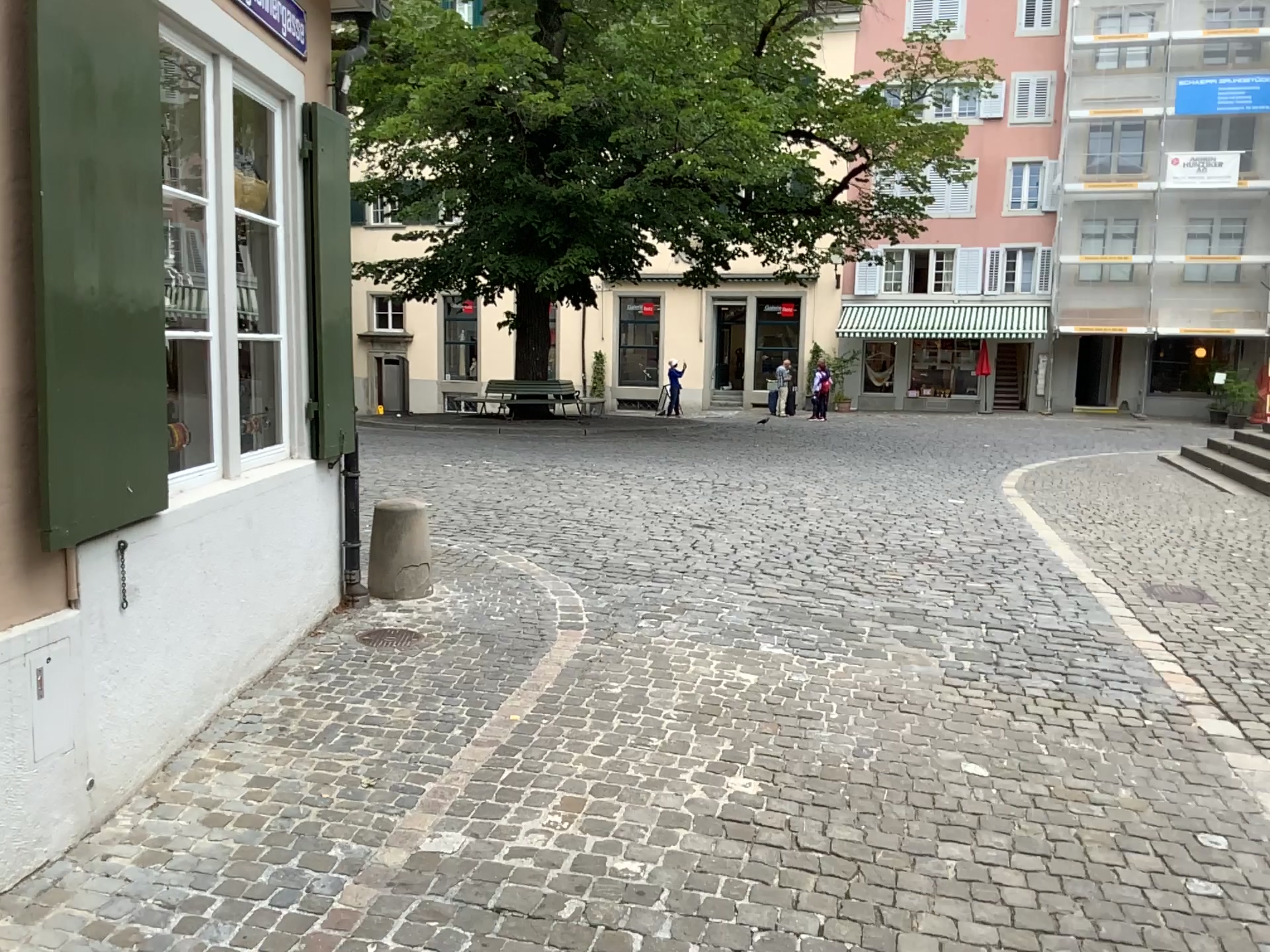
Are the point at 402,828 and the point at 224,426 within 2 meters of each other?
yes
